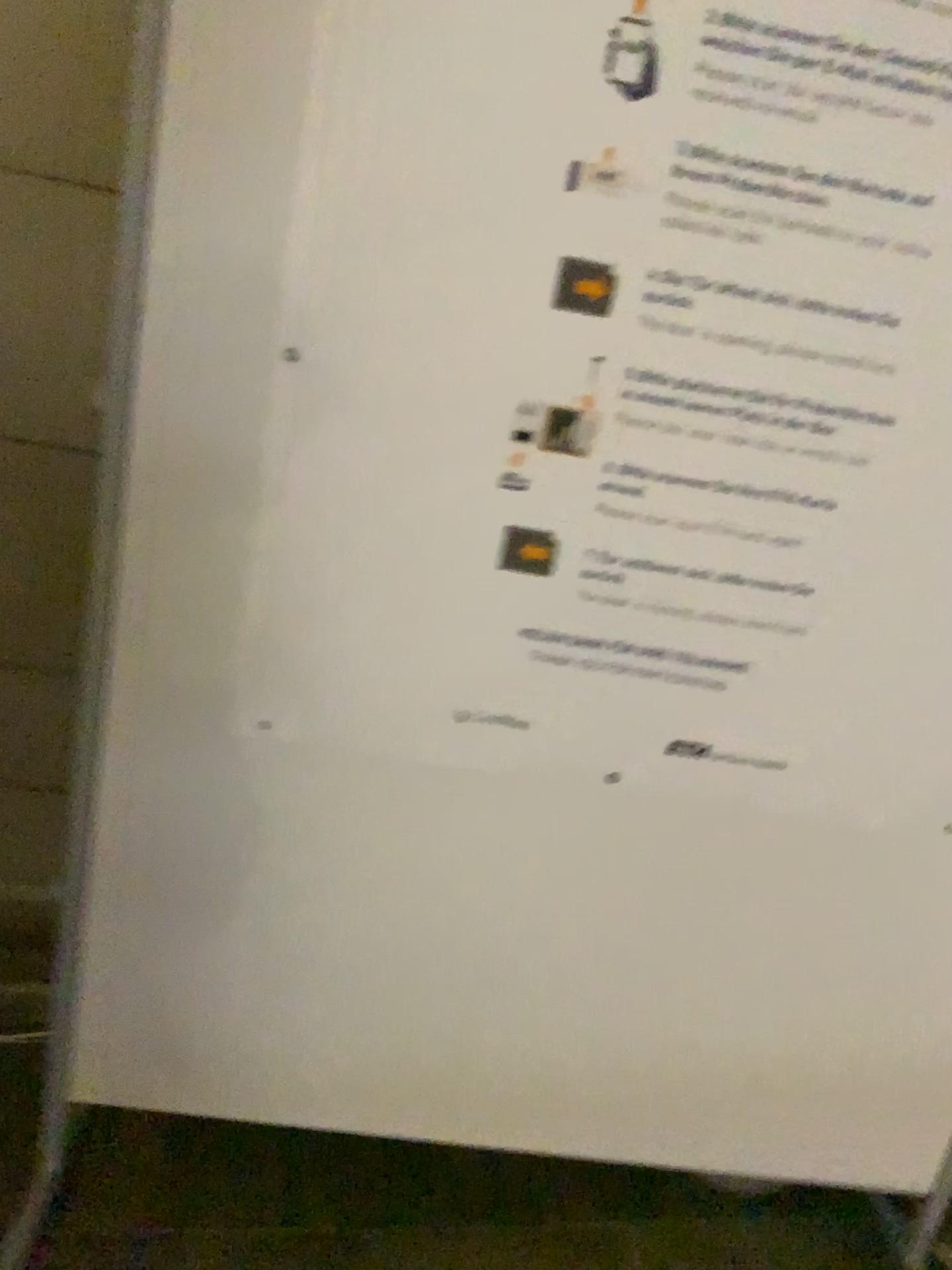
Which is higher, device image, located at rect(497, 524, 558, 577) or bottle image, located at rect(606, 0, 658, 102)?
bottle image, located at rect(606, 0, 658, 102)

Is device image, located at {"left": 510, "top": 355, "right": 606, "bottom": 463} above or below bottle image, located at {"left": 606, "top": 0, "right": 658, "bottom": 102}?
below

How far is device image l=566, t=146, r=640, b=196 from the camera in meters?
1.1

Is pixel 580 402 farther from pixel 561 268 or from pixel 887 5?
pixel 887 5

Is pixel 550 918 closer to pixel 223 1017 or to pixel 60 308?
pixel 223 1017

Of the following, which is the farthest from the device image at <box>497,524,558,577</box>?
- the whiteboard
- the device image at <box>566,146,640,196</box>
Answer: the device image at <box>566,146,640,196</box>

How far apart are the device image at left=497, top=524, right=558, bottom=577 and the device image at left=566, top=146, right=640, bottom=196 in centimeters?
36cm

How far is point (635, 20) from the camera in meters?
1.0

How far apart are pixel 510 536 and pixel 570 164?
0.4m

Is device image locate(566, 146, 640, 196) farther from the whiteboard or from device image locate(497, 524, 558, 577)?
device image locate(497, 524, 558, 577)
